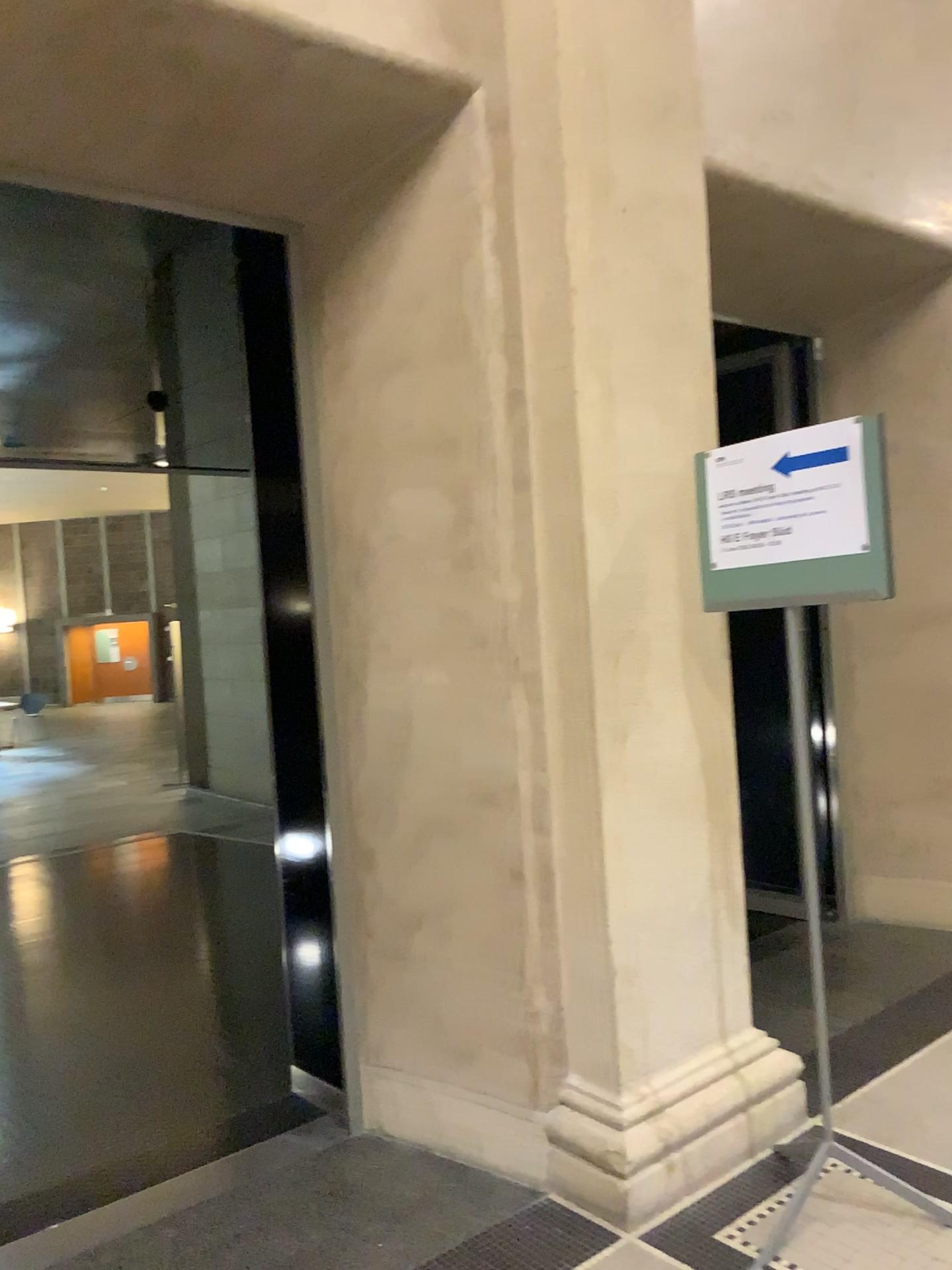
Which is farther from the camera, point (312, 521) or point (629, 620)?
point (312, 521)

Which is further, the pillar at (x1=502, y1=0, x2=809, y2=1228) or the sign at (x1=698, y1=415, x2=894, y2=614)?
the pillar at (x1=502, y1=0, x2=809, y2=1228)

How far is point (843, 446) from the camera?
2.3m

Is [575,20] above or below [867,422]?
above

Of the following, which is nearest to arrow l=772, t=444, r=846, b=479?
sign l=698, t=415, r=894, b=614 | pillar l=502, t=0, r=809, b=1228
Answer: sign l=698, t=415, r=894, b=614

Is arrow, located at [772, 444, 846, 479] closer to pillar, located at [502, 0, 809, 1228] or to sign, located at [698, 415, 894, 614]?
sign, located at [698, 415, 894, 614]

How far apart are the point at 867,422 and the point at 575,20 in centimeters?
122cm

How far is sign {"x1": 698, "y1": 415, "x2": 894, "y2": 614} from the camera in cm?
229
